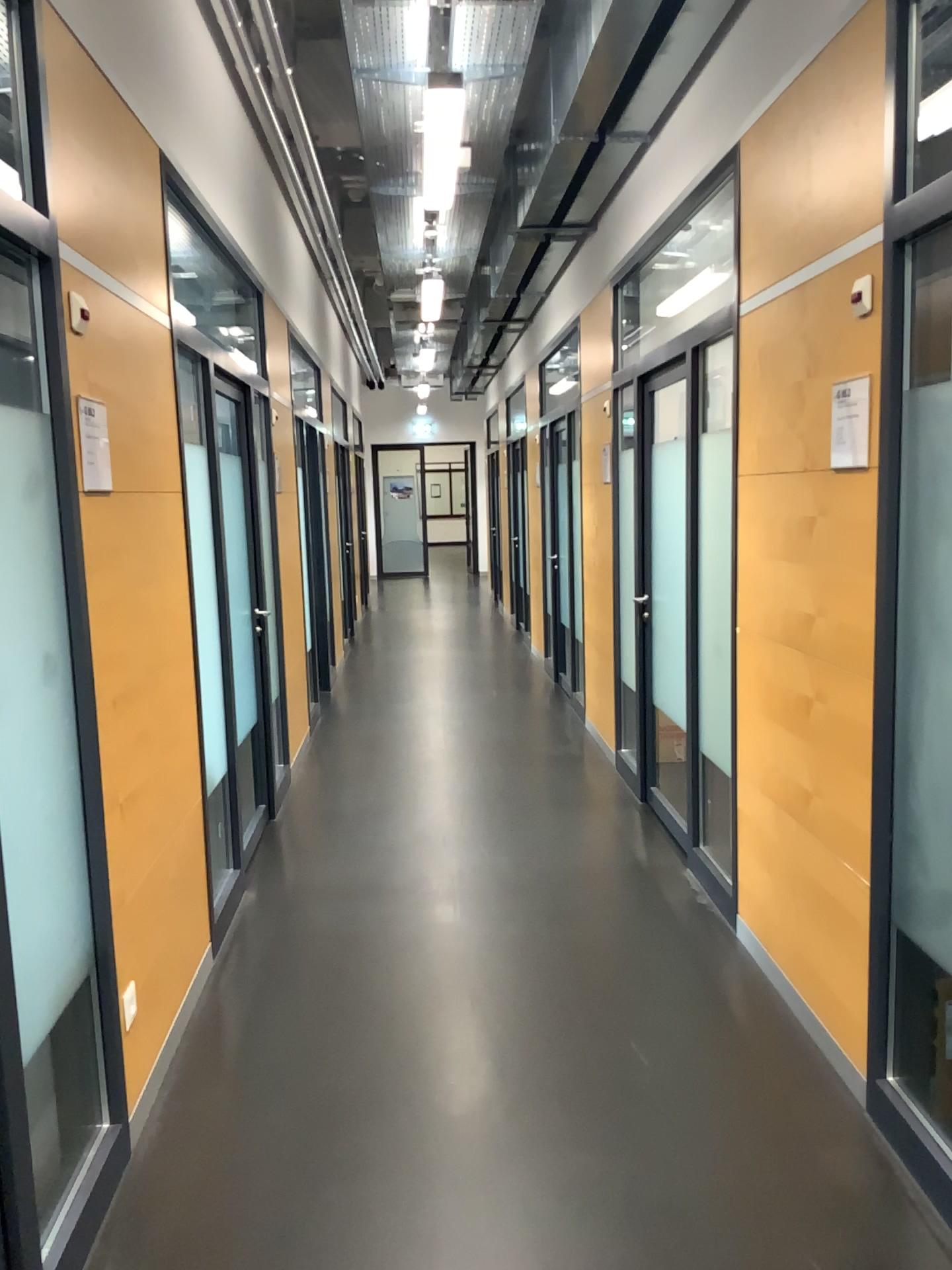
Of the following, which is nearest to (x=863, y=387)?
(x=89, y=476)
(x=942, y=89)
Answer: (x=942, y=89)

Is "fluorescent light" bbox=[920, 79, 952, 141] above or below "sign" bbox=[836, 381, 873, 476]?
above

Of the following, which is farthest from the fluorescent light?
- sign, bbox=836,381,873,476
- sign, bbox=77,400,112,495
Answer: sign, bbox=77,400,112,495

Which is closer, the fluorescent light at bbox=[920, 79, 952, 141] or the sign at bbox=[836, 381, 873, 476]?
the fluorescent light at bbox=[920, 79, 952, 141]

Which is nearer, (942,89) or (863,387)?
(942,89)

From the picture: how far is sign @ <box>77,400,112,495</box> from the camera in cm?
245

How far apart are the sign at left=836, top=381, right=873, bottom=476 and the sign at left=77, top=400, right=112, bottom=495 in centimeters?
179cm

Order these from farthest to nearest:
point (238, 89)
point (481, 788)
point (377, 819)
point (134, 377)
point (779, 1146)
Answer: point (481, 788) → point (377, 819) → point (238, 89) → point (134, 377) → point (779, 1146)

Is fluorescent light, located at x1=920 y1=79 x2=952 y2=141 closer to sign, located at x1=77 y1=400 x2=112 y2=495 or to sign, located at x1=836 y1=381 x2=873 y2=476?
sign, located at x1=836 y1=381 x2=873 y2=476

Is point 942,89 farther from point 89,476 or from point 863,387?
point 89,476
